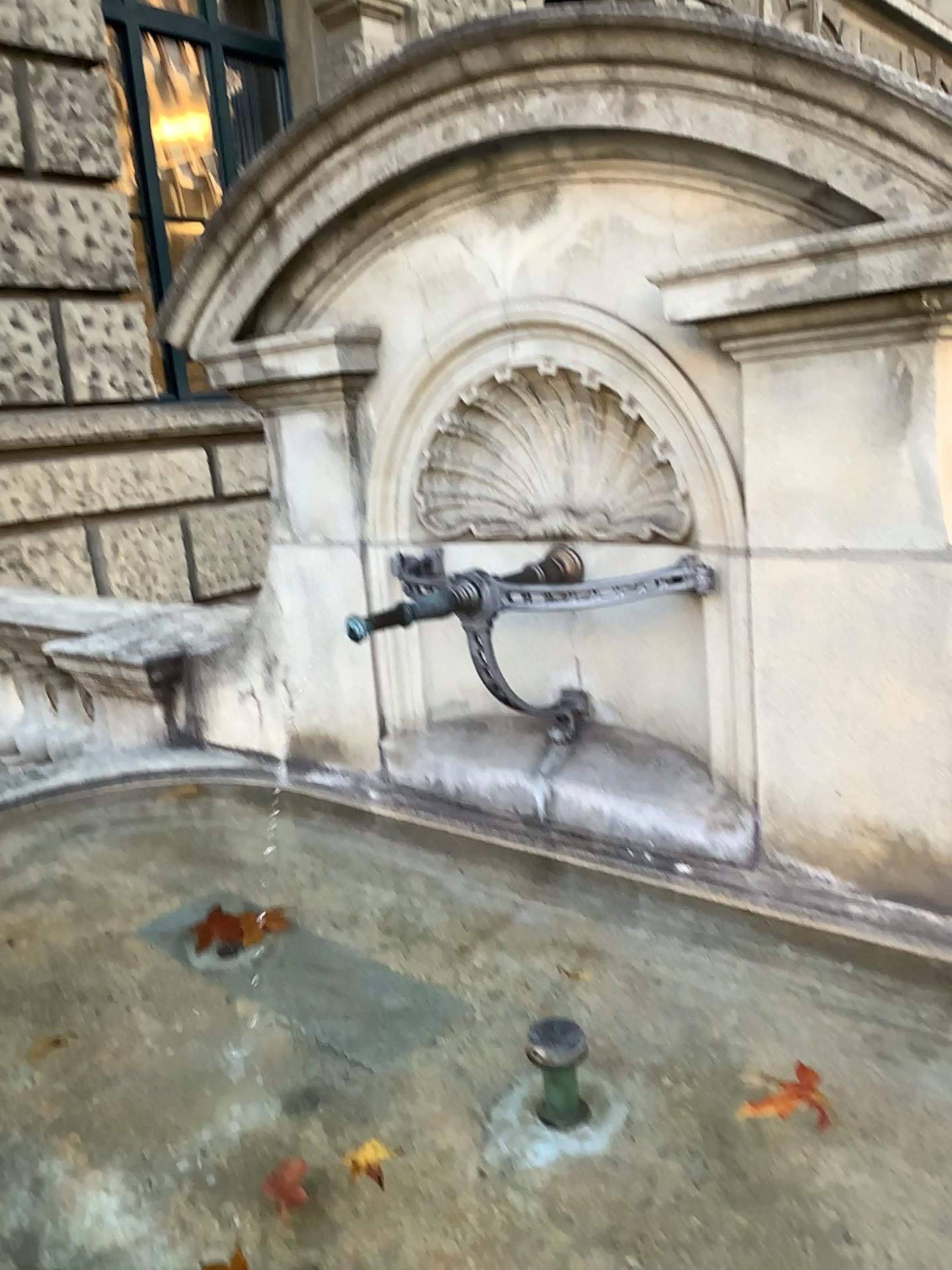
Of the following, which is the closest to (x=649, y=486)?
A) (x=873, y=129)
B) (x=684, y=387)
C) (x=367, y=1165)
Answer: (x=684, y=387)

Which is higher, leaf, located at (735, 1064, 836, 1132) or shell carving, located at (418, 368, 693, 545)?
shell carving, located at (418, 368, 693, 545)

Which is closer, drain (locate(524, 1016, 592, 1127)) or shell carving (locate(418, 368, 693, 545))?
drain (locate(524, 1016, 592, 1127))

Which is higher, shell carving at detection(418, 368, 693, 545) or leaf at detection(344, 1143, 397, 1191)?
shell carving at detection(418, 368, 693, 545)

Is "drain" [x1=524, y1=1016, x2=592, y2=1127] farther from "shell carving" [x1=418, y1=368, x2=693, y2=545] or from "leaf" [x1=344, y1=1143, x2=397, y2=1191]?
"shell carving" [x1=418, y1=368, x2=693, y2=545]

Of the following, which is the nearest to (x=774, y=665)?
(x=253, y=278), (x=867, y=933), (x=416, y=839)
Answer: (x=867, y=933)

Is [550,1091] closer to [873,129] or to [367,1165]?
[367,1165]

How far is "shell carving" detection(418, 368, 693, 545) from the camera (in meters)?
1.92

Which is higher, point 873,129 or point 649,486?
point 873,129

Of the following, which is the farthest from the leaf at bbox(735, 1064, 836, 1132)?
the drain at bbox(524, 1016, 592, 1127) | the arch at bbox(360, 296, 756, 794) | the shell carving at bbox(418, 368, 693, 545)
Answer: the shell carving at bbox(418, 368, 693, 545)
